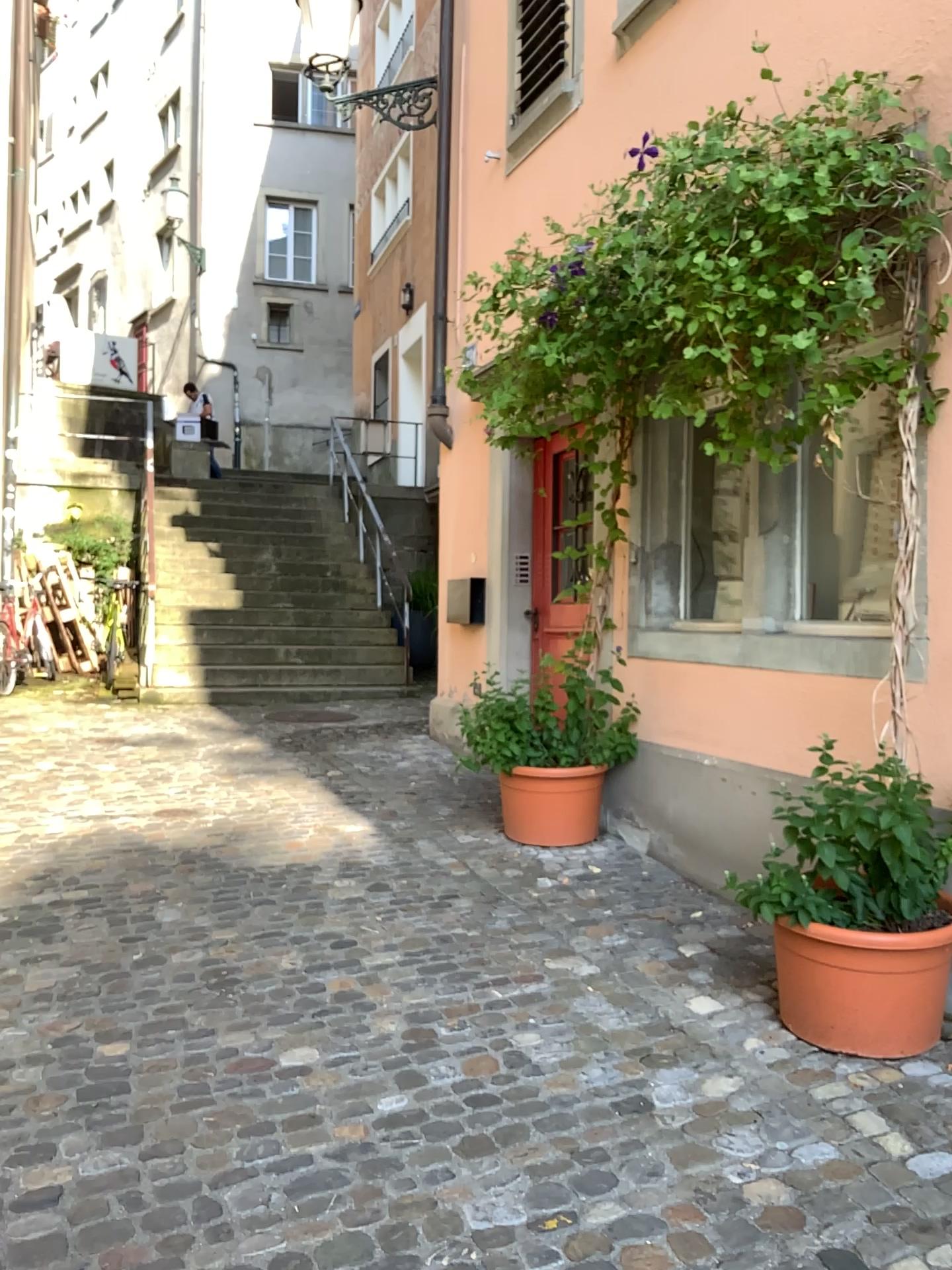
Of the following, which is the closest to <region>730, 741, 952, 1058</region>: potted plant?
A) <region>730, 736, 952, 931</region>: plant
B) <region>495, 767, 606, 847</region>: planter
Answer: <region>730, 736, 952, 931</region>: plant

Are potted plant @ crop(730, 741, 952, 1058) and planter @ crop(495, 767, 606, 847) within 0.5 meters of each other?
no

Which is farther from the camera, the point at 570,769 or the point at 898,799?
the point at 570,769

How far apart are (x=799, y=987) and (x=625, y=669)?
2.15m

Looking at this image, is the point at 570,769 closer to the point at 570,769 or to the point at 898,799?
the point at 570,769

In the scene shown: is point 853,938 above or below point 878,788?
below

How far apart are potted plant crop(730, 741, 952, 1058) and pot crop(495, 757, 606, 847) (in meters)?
1.58

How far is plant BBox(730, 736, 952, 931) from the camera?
2.72m

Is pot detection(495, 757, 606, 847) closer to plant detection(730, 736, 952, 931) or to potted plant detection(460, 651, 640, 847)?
potted plant detection(460, 651, 640, 847)

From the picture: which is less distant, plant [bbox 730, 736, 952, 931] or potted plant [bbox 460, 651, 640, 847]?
plant [bbox 730, 736, 952, 931]
